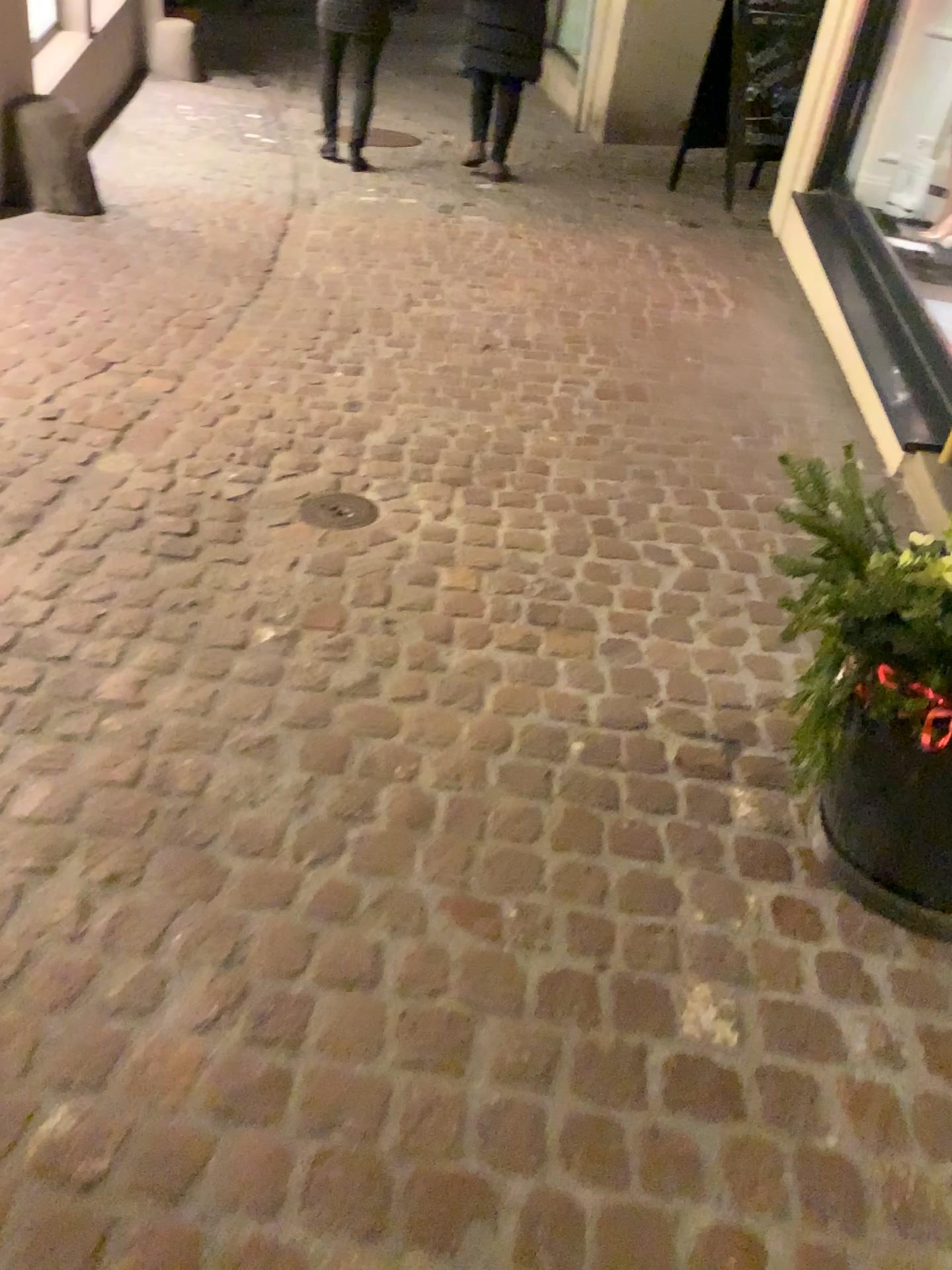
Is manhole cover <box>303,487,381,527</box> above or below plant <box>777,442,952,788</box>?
below

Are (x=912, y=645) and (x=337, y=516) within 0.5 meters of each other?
no

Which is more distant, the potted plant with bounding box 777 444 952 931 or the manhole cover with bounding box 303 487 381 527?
the manhole cover with bounding box 303 487 381 527

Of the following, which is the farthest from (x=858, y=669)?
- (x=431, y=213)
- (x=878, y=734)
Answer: (x=431, y=213)

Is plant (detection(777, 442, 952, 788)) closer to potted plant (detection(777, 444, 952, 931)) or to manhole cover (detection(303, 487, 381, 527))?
potted plant (detection(777, 444, 952, 931))

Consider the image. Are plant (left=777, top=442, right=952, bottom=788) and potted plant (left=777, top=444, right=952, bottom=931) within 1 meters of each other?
yes

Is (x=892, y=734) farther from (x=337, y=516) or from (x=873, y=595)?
(x=337, y=516)

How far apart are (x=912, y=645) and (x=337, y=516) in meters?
1.5 m

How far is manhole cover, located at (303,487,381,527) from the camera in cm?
263

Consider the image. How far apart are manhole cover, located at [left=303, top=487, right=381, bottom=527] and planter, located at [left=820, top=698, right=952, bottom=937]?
1.40m
